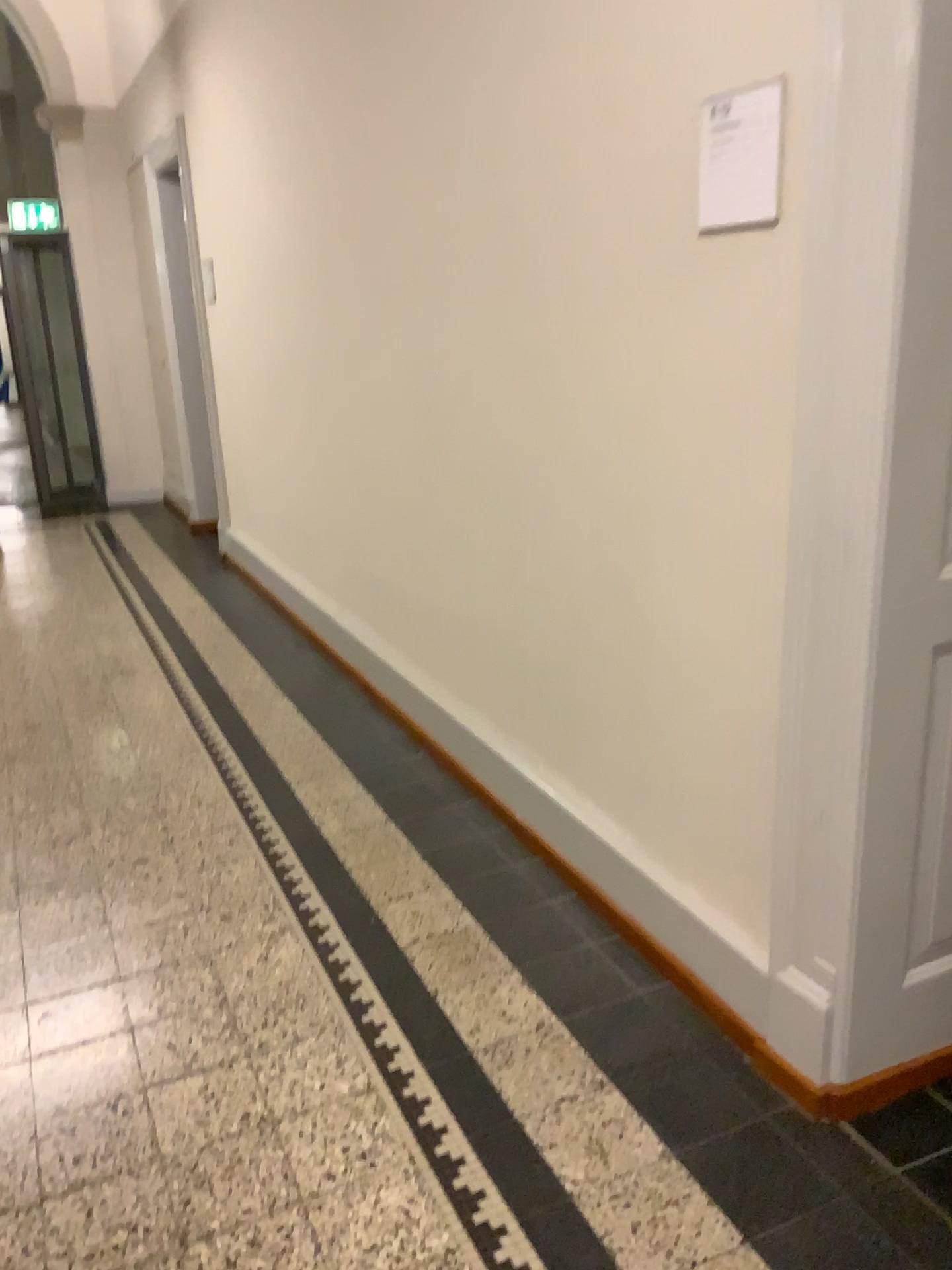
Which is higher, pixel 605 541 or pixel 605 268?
pixel 605 268

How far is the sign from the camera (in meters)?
1.70

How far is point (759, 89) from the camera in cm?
170
